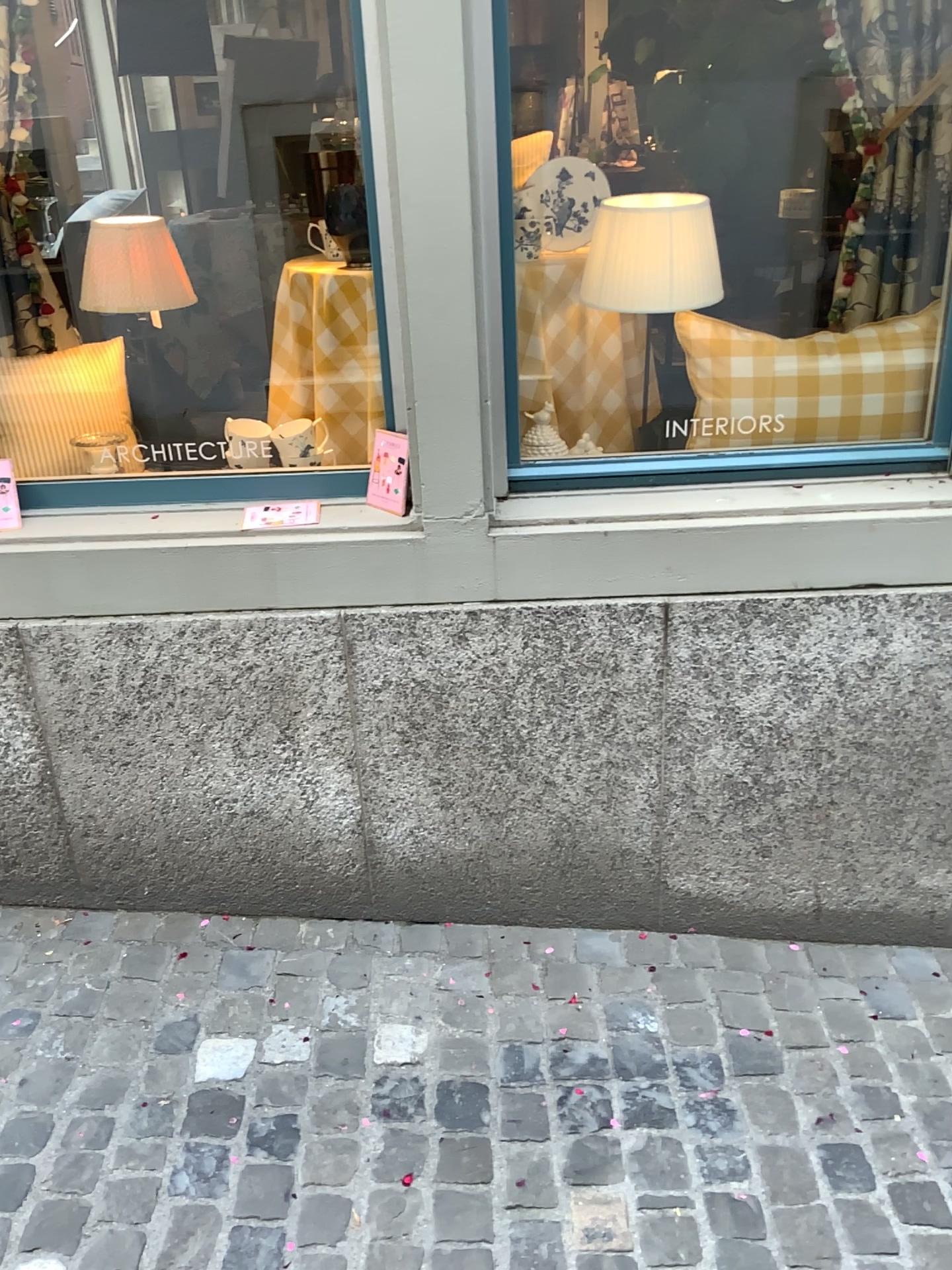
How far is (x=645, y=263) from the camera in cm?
198

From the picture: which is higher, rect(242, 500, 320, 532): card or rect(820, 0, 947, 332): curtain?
rect(820, 0, 947, 332): curtain

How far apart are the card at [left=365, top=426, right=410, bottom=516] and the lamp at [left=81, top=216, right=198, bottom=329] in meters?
0.5 m

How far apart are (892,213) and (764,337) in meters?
0.3

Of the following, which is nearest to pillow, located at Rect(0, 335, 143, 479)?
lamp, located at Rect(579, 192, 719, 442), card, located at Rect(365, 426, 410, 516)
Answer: card, located at Rect(365, 426, 410, 516)

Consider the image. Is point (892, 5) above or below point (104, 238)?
above

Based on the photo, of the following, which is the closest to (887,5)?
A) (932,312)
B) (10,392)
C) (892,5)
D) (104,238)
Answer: (892,5)

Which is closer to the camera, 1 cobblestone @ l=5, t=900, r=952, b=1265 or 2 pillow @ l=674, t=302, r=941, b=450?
1 cobblestone @ l=5, t=900, r=952, b=1265

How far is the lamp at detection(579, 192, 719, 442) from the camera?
2.0m

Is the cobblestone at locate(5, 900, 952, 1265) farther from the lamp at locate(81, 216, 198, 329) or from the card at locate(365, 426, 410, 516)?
the lamp at locate(81, 216, 198, 329)
